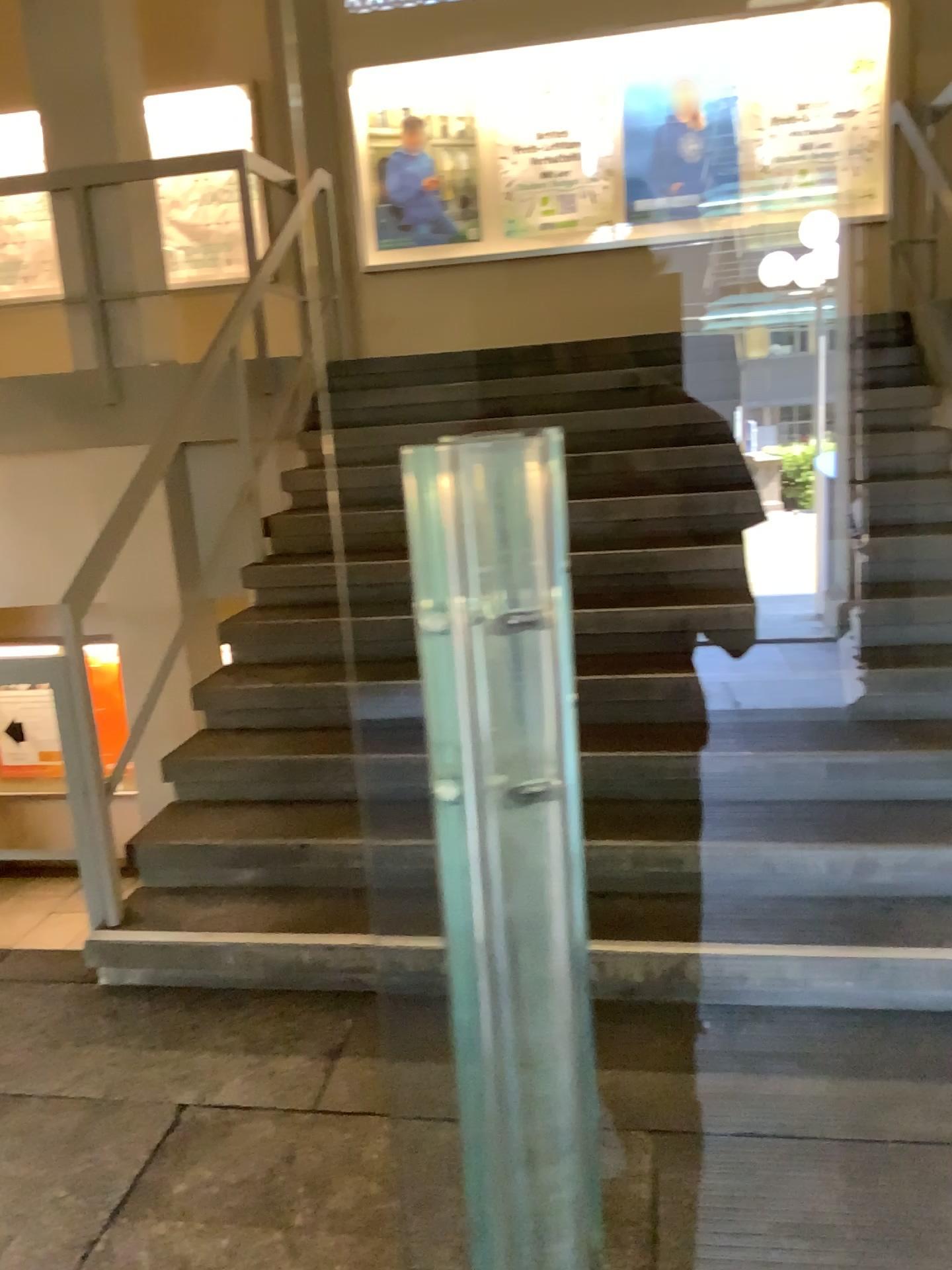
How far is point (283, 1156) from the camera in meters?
2.2 m
